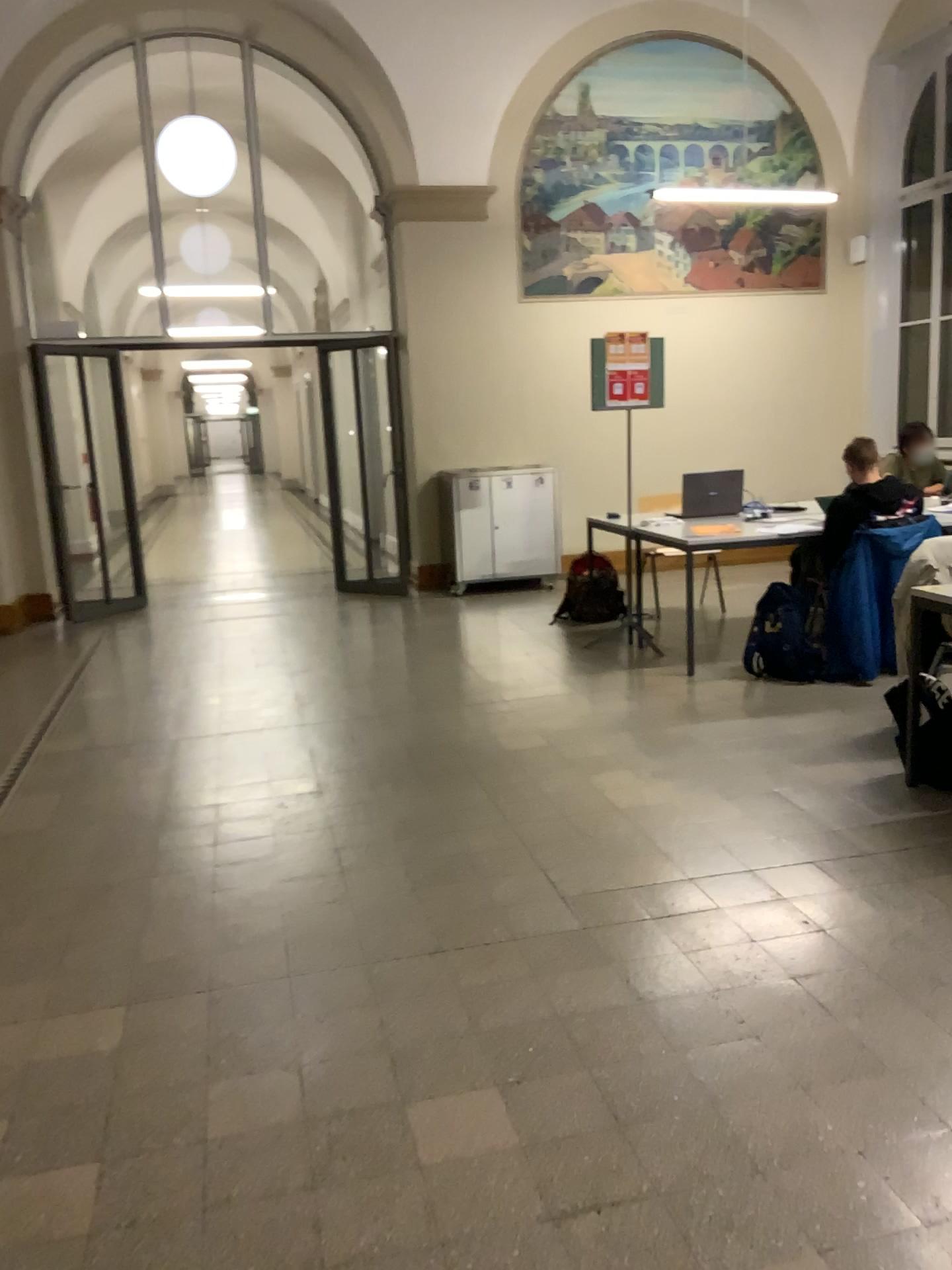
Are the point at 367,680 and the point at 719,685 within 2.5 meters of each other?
yes
